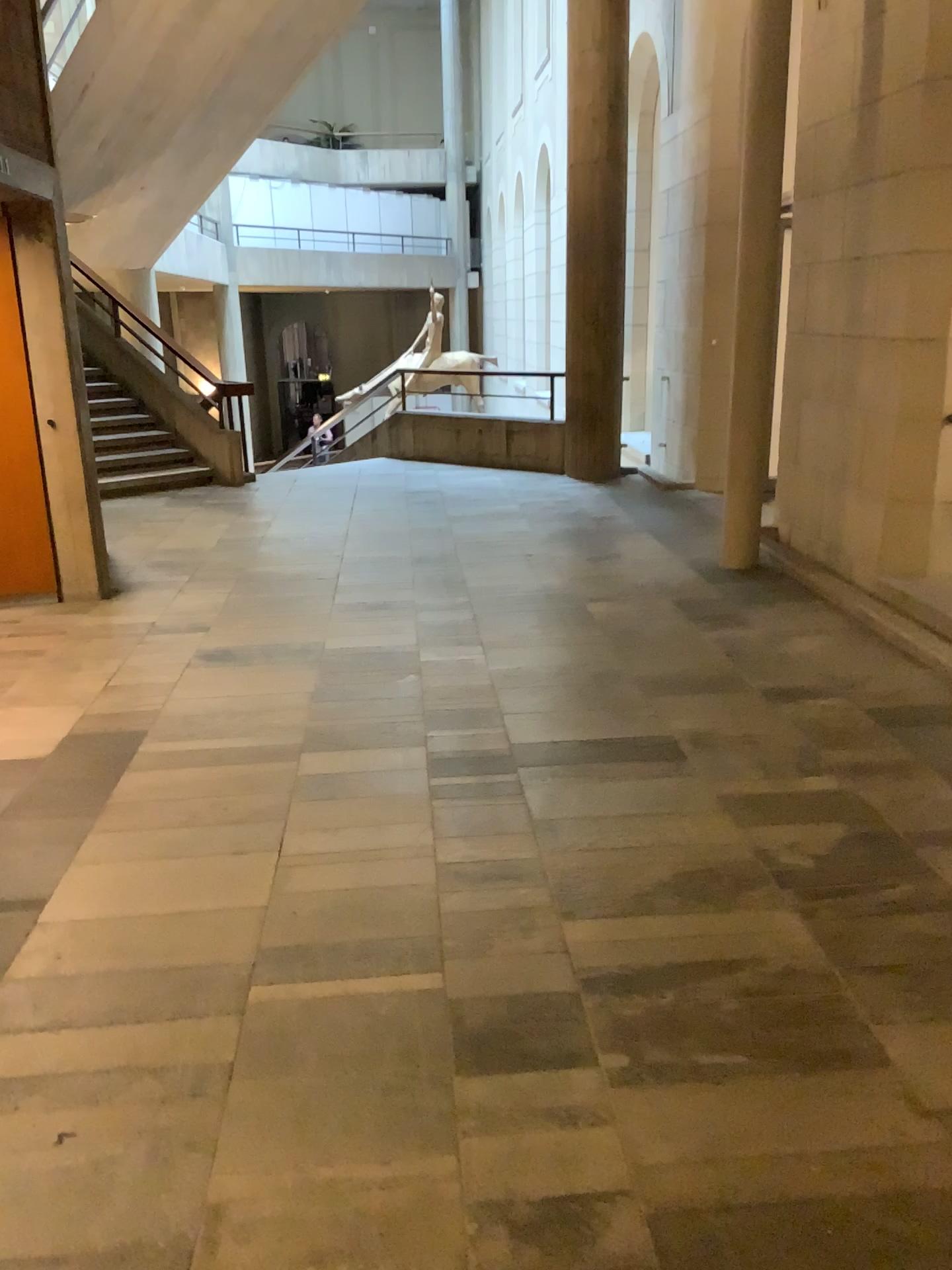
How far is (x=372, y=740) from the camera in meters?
3.9
